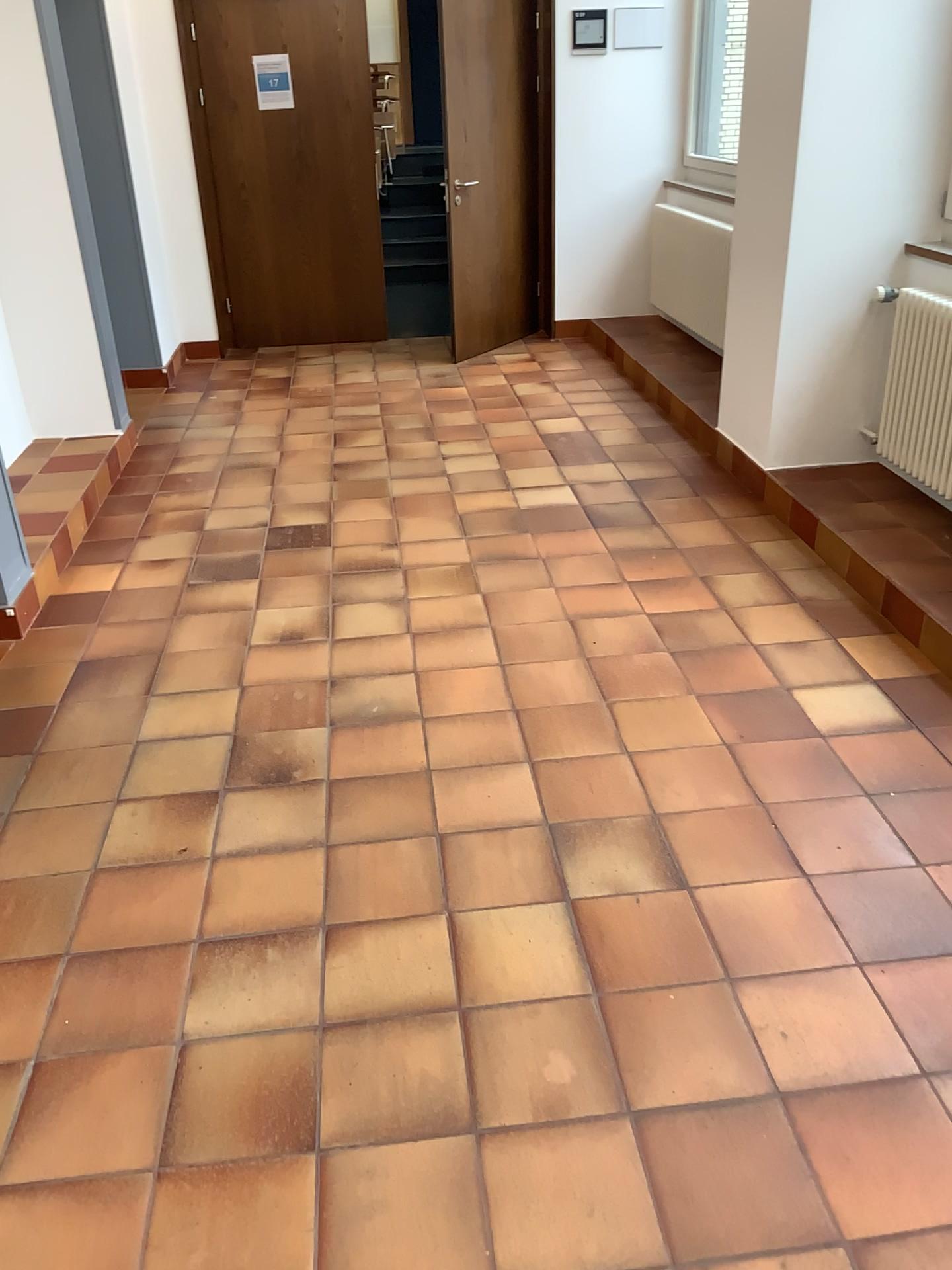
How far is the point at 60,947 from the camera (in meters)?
2.07

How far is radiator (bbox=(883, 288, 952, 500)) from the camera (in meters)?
3.55

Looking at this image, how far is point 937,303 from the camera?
3.5m
